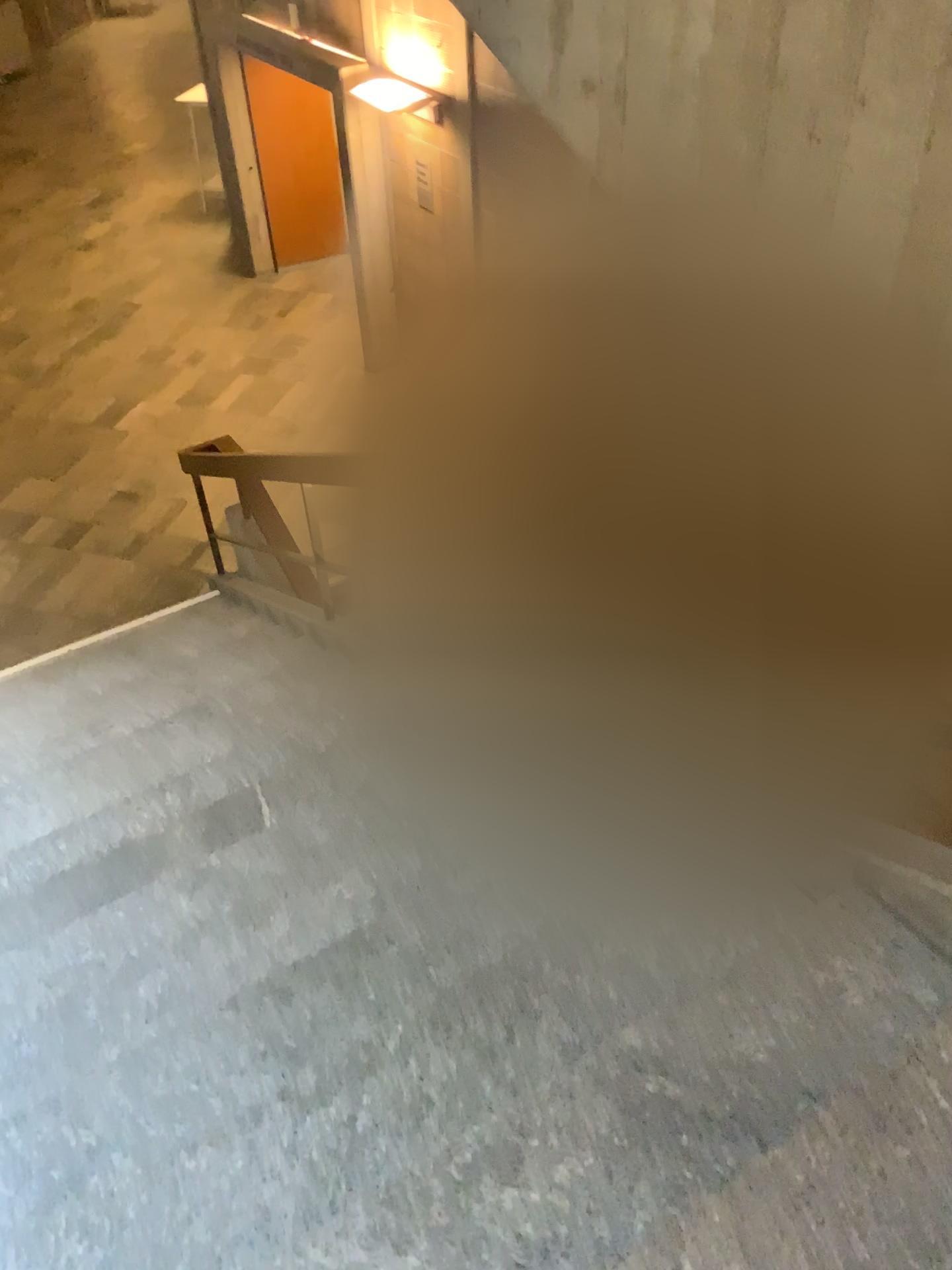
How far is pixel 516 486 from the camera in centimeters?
249cm
